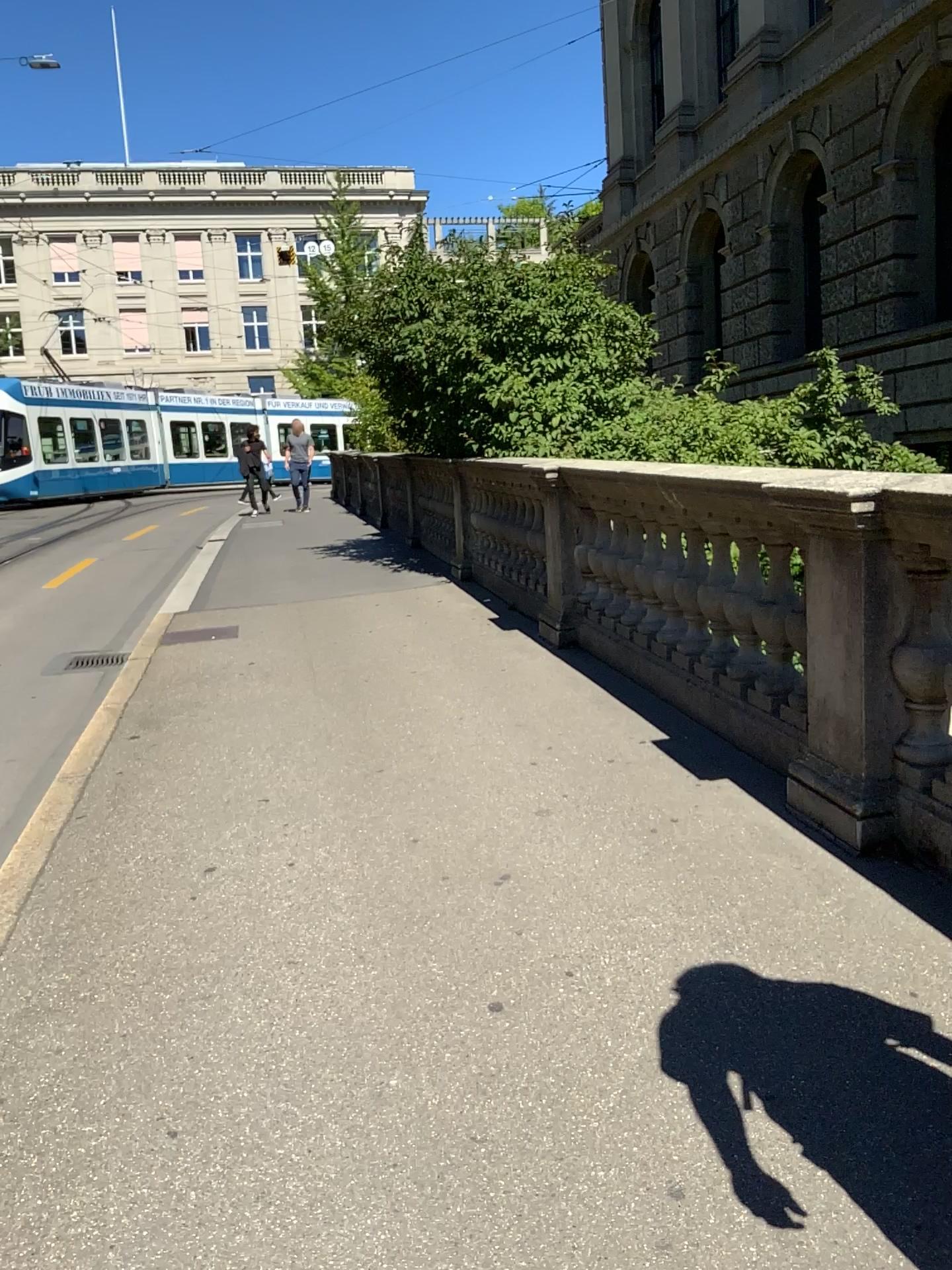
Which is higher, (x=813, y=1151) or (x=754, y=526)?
(x=754, y=526)
